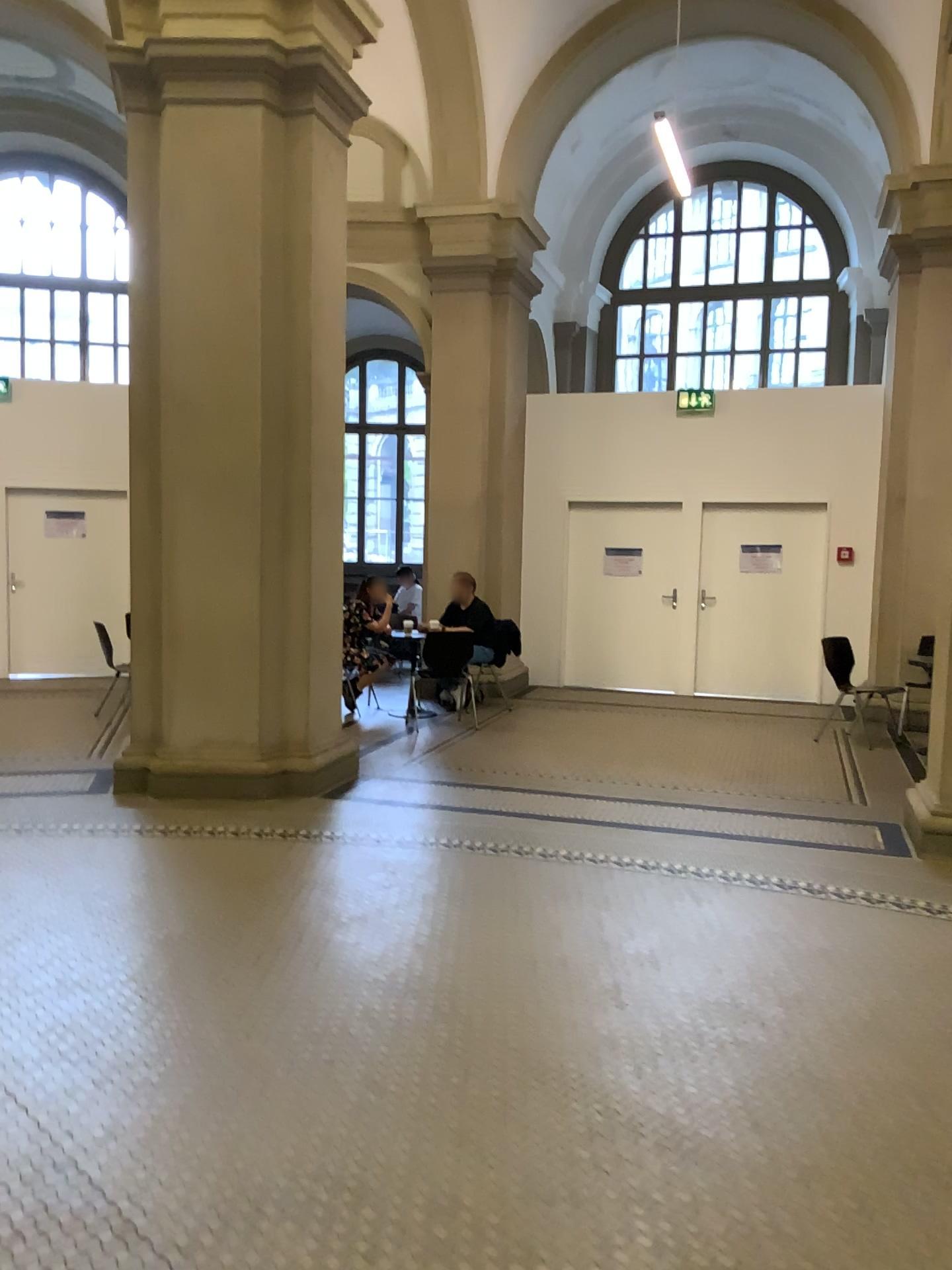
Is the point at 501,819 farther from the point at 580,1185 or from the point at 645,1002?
the point at 580,1185
